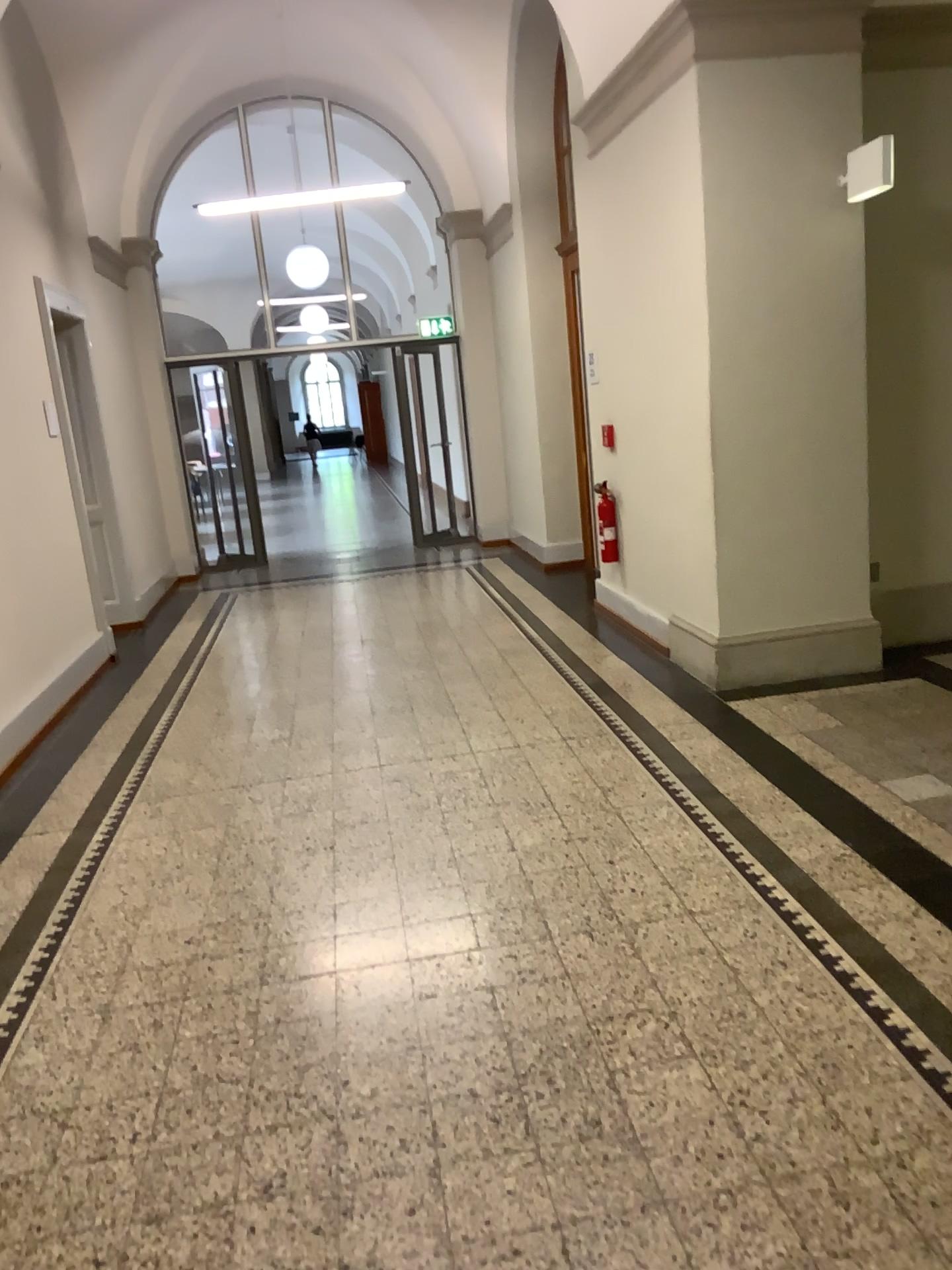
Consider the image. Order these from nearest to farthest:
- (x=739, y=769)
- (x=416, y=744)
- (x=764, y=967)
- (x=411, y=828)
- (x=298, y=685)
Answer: (x=764, y=967)
(x=411, y=828)
(x=739, y=769)
(x=416, y=744)
(x=298, y=685)
